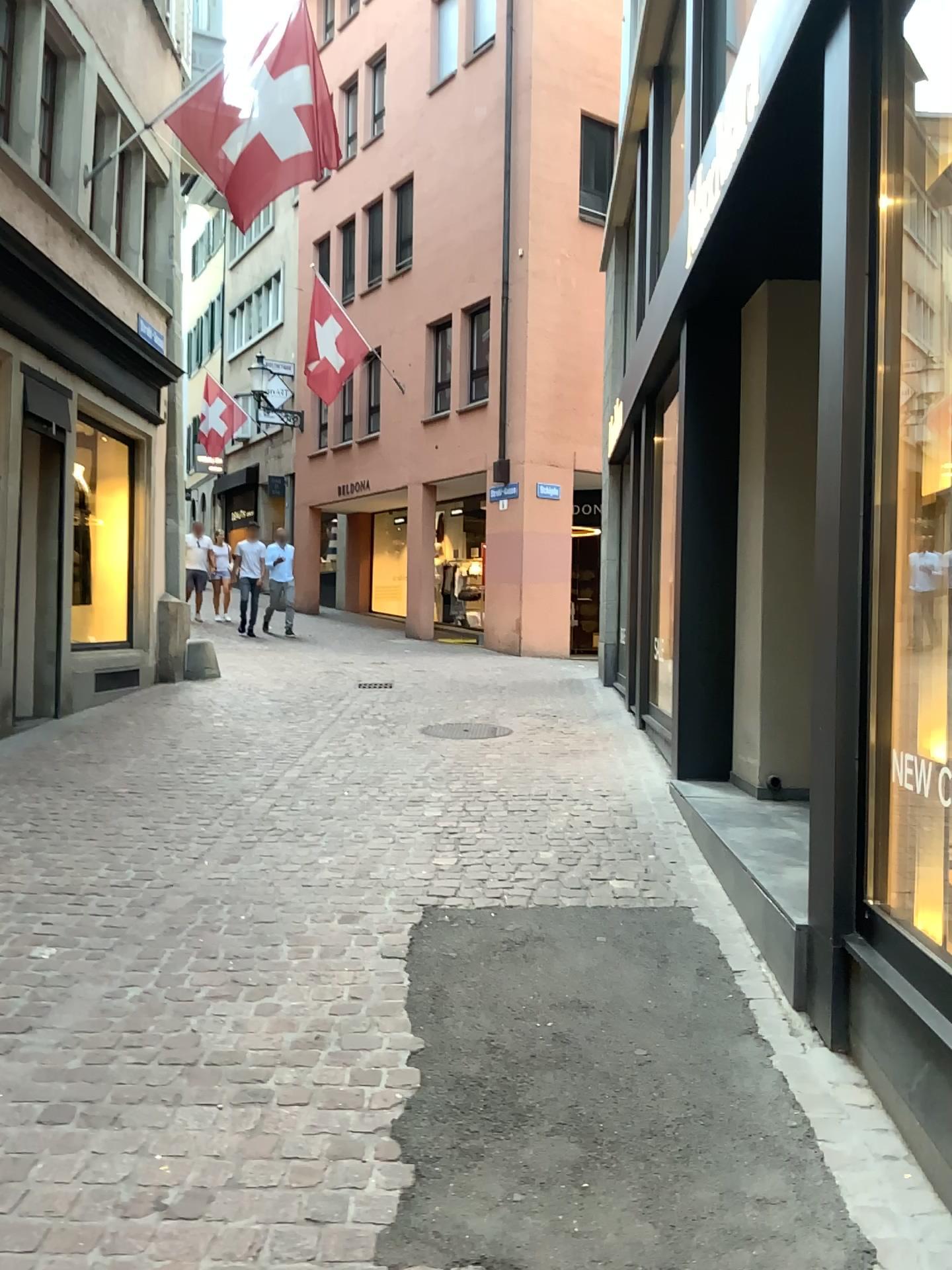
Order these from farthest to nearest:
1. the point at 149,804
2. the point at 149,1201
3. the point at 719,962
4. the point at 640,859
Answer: the point at 149,804 < the point at 640,859 < the point at 719,962 < the point at 149,1201
